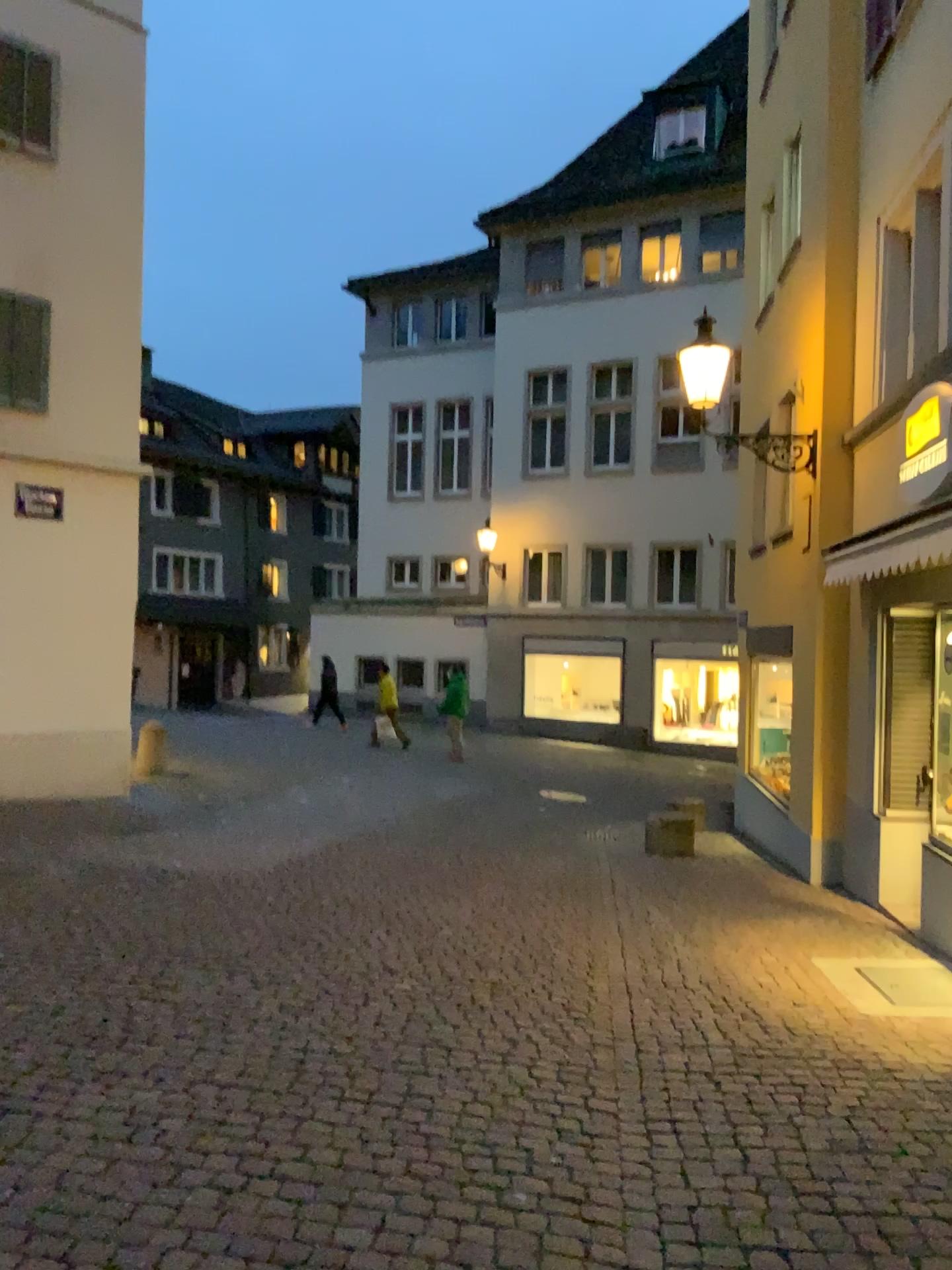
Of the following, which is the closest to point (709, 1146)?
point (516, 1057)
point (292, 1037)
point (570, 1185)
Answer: point (570, 1185)
